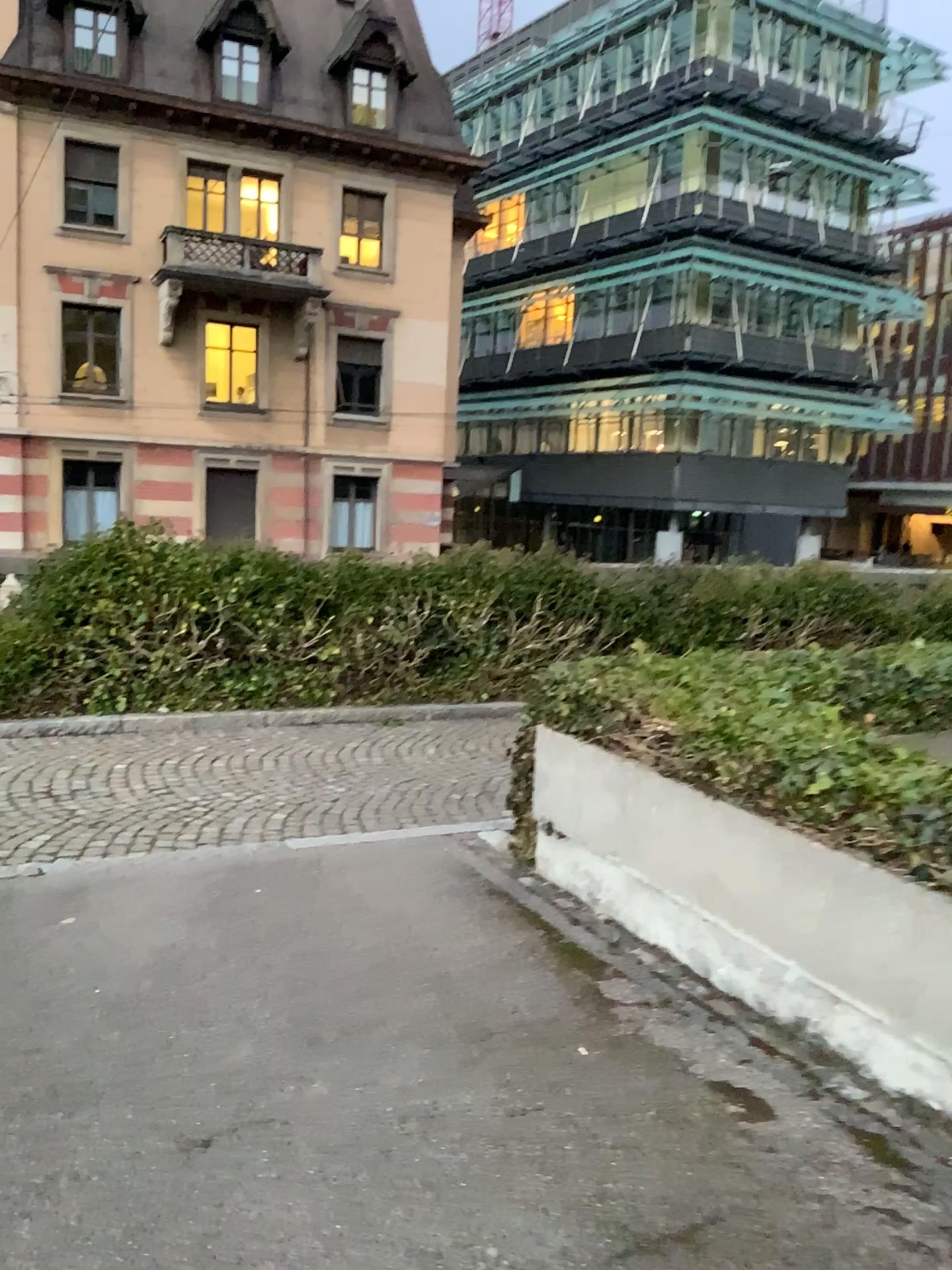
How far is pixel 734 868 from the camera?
3.47m
